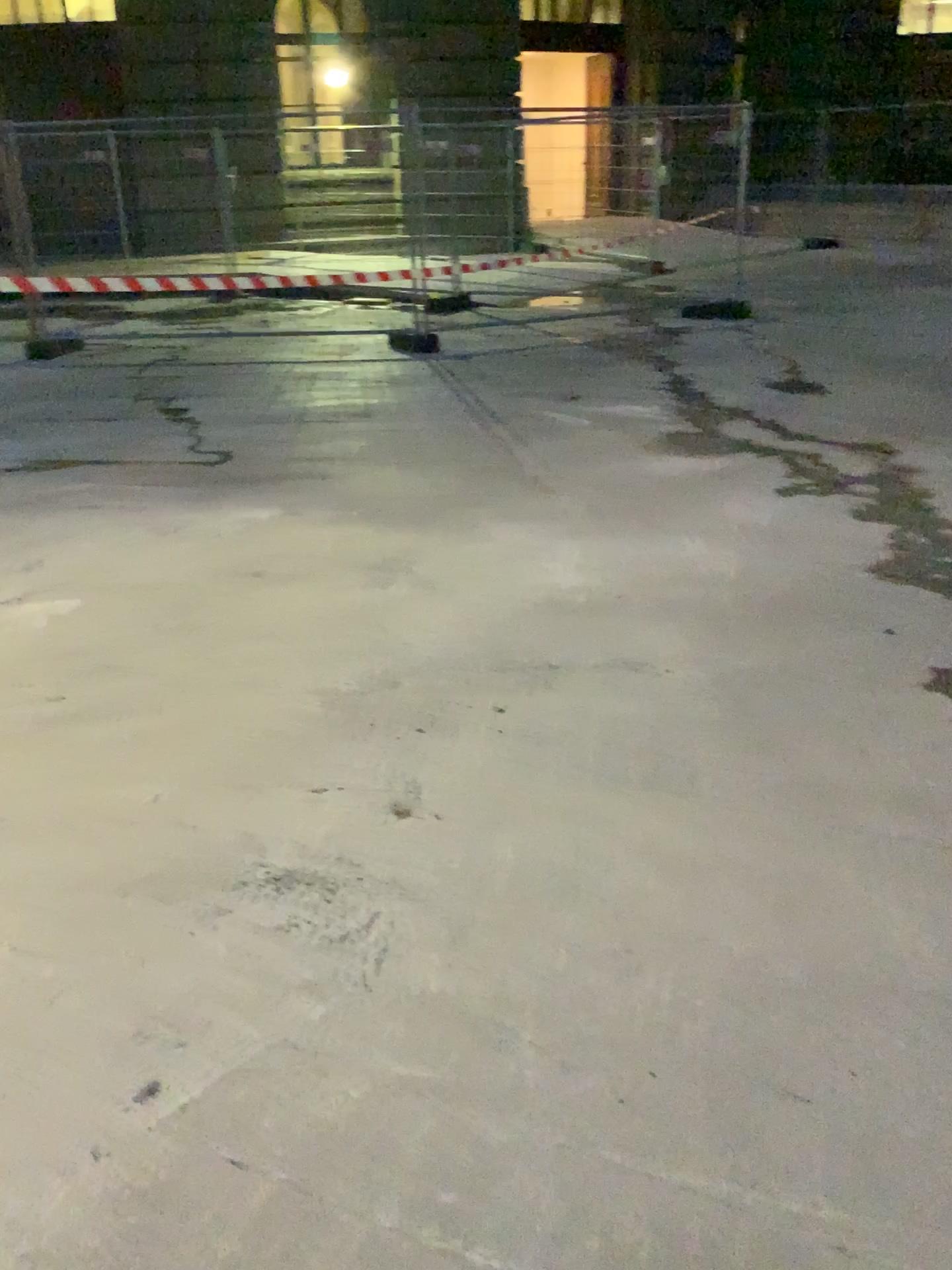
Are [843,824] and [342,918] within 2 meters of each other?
yes
